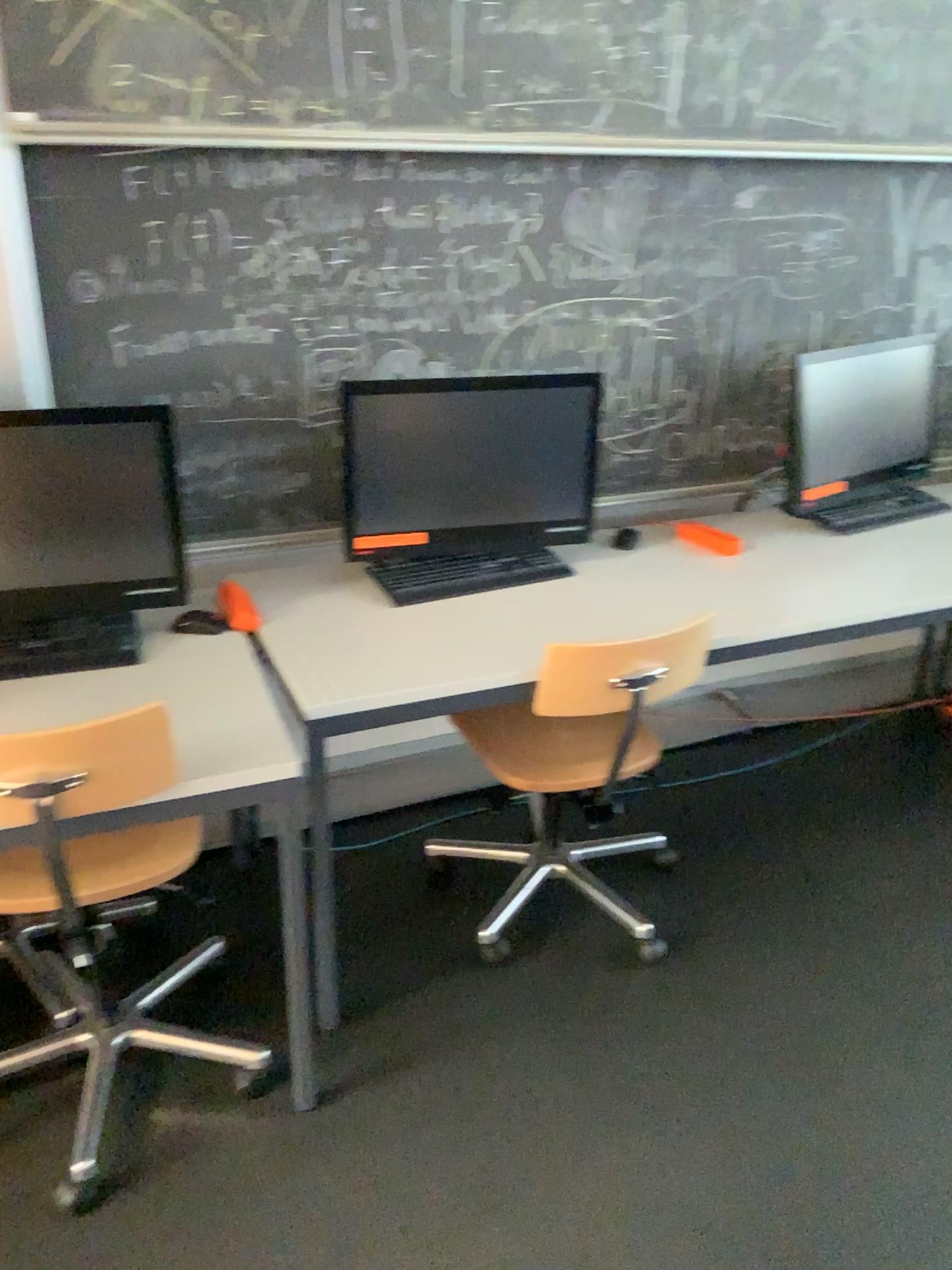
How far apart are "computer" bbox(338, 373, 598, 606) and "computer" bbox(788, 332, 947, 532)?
0.6 meters

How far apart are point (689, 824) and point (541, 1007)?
0.8m

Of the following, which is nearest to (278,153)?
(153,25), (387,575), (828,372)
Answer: (153,25)

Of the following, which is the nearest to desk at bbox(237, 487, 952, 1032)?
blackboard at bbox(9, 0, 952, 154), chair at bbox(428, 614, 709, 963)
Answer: chair at bbox(428, 614, 709, 963)

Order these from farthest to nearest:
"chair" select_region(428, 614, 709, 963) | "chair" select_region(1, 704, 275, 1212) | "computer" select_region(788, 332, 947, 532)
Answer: "computer" select_region(788, 332, 947, 532) → "chair" select_region(428, 614, 709, 963) → "chair" select_region(1, 704, 275, 1212)

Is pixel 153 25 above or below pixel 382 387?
above

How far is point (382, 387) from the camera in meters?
2.2 m

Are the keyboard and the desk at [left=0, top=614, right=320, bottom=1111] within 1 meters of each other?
yes

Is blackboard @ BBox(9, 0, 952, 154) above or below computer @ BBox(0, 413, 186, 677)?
above

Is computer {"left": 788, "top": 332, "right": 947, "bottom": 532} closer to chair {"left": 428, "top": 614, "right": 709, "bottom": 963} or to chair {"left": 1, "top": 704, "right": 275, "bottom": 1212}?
chair {"left": 428, "top": 614, "right": 709, "bottom": 963}
